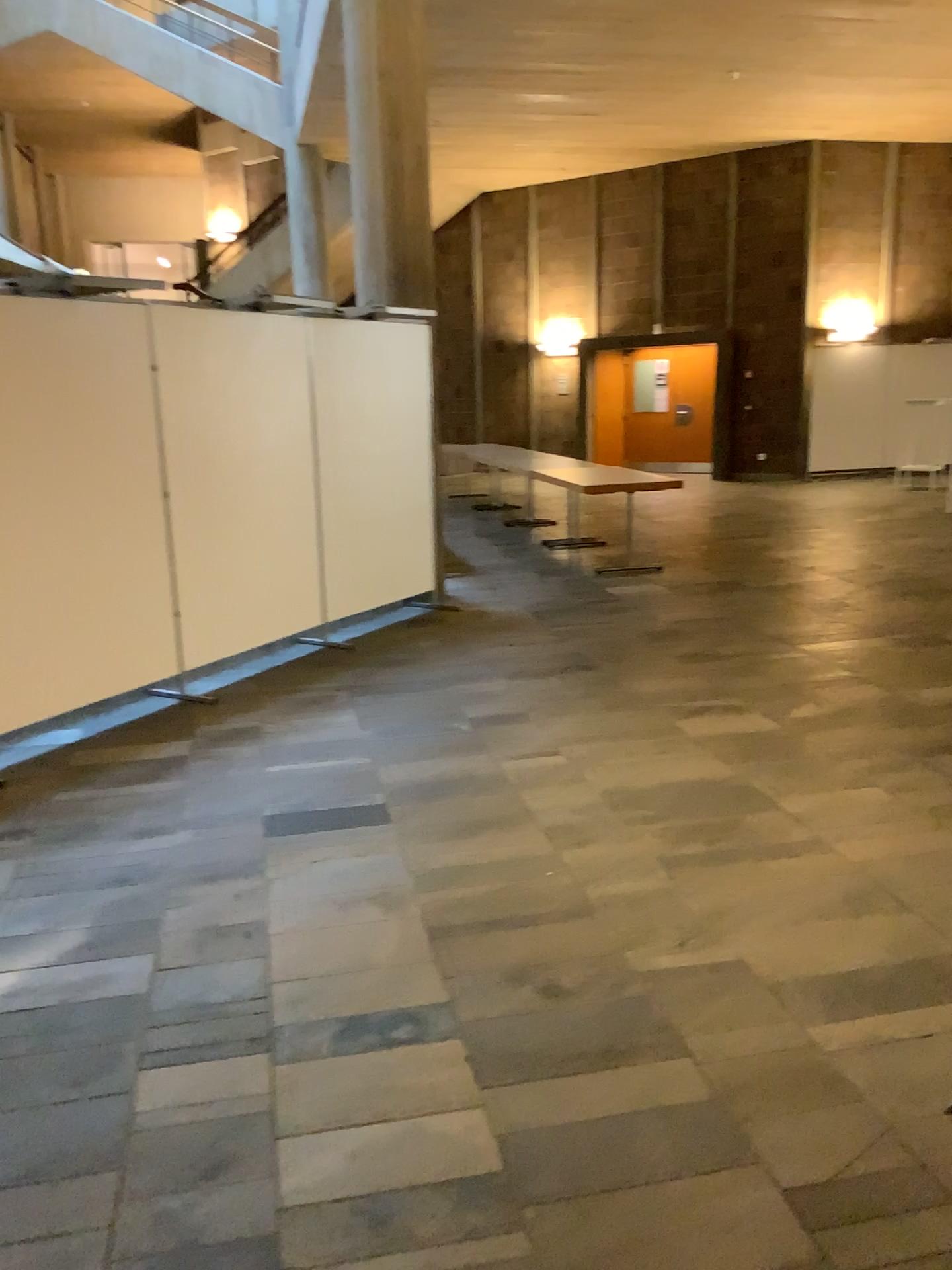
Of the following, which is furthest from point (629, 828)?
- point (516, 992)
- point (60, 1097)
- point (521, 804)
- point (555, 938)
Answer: point (60, 1097)
